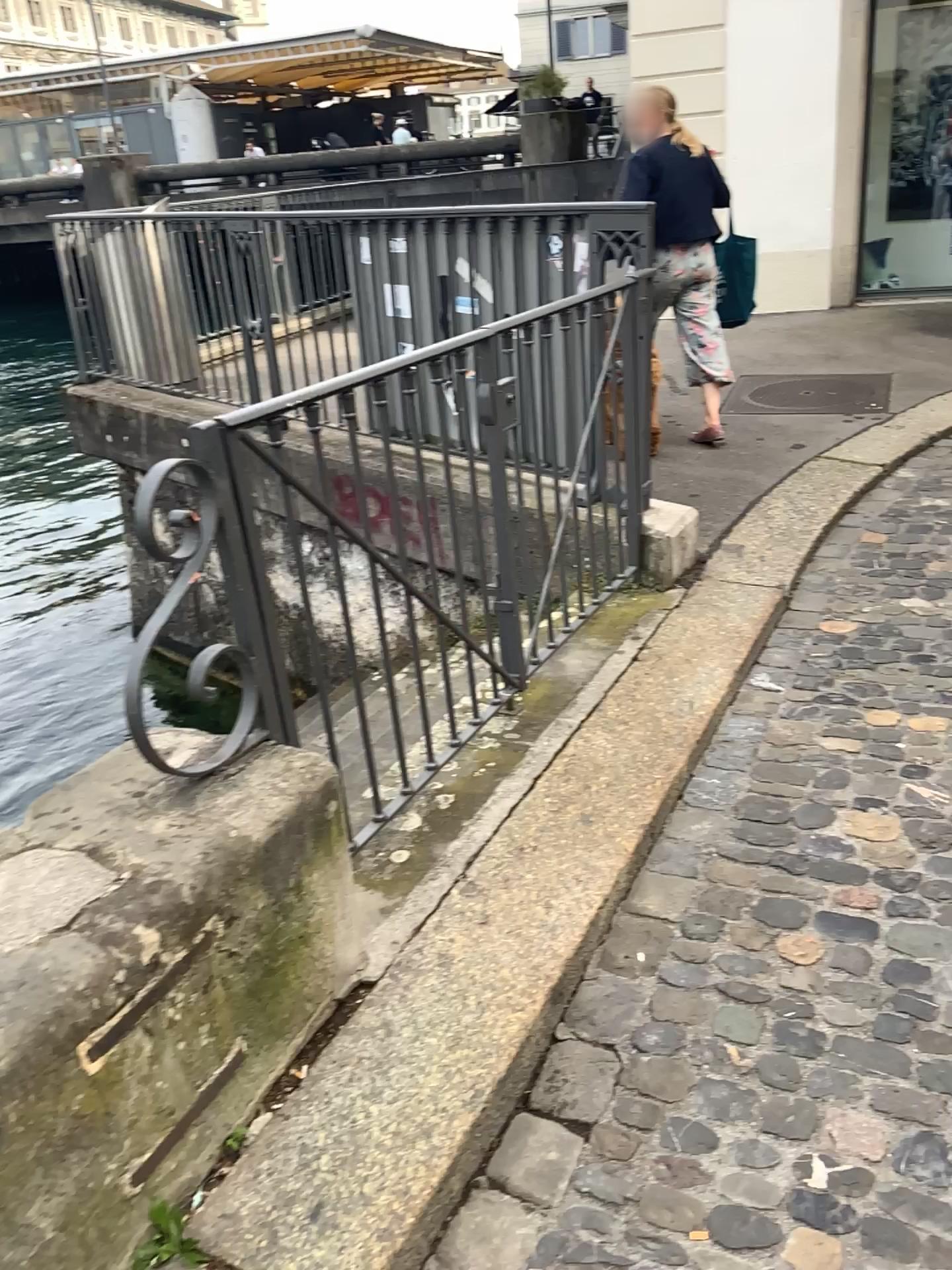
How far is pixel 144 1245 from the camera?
1.5m

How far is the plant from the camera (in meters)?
1.47

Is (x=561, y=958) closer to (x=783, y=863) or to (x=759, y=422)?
(x=783, y=863)
